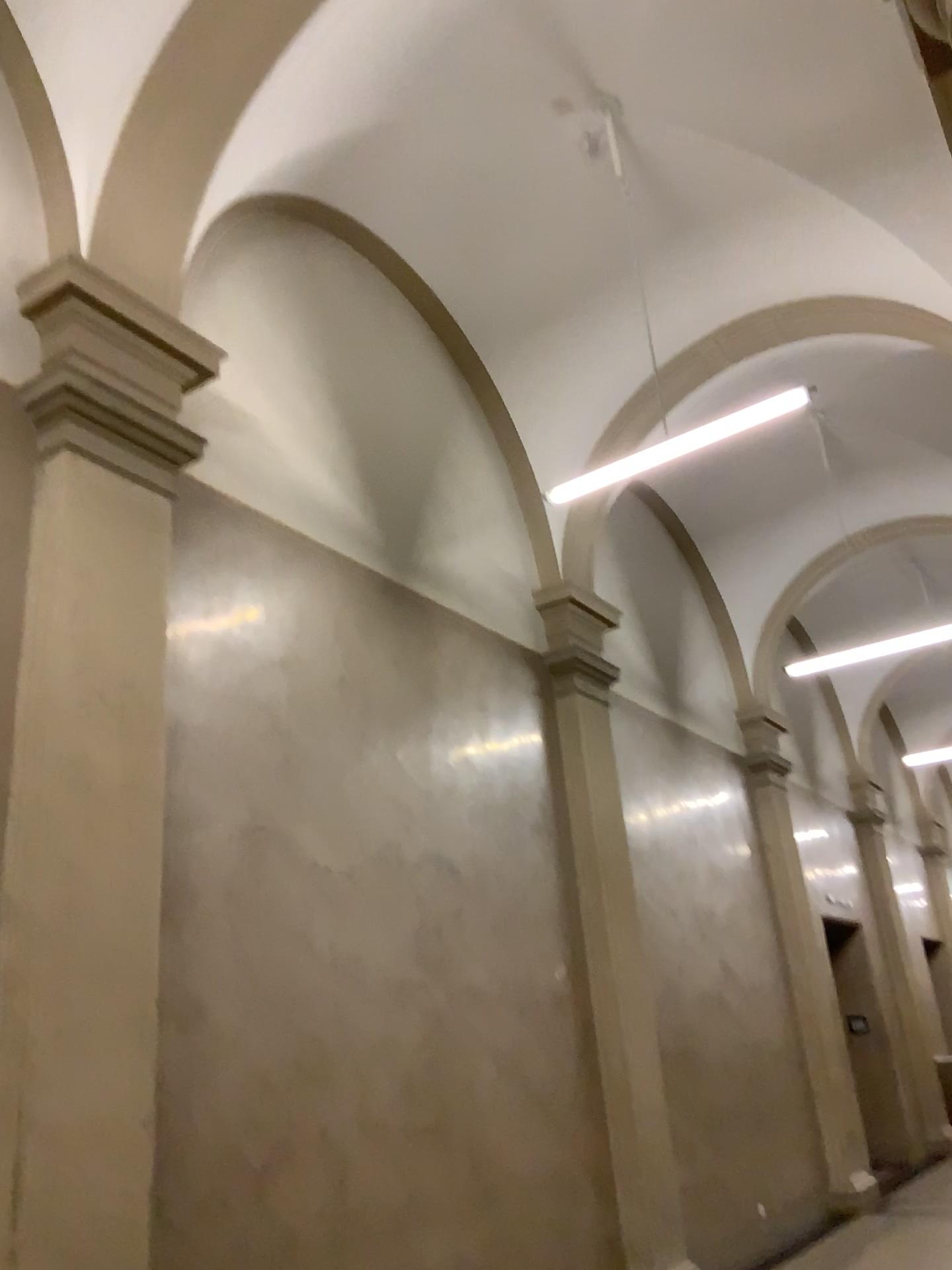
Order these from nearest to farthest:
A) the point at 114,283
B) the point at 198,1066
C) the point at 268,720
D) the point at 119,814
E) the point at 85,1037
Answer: the point at 85,1037
the point at 119,814
the point at 198,1066
the point at 114,283
the point at 268,720
